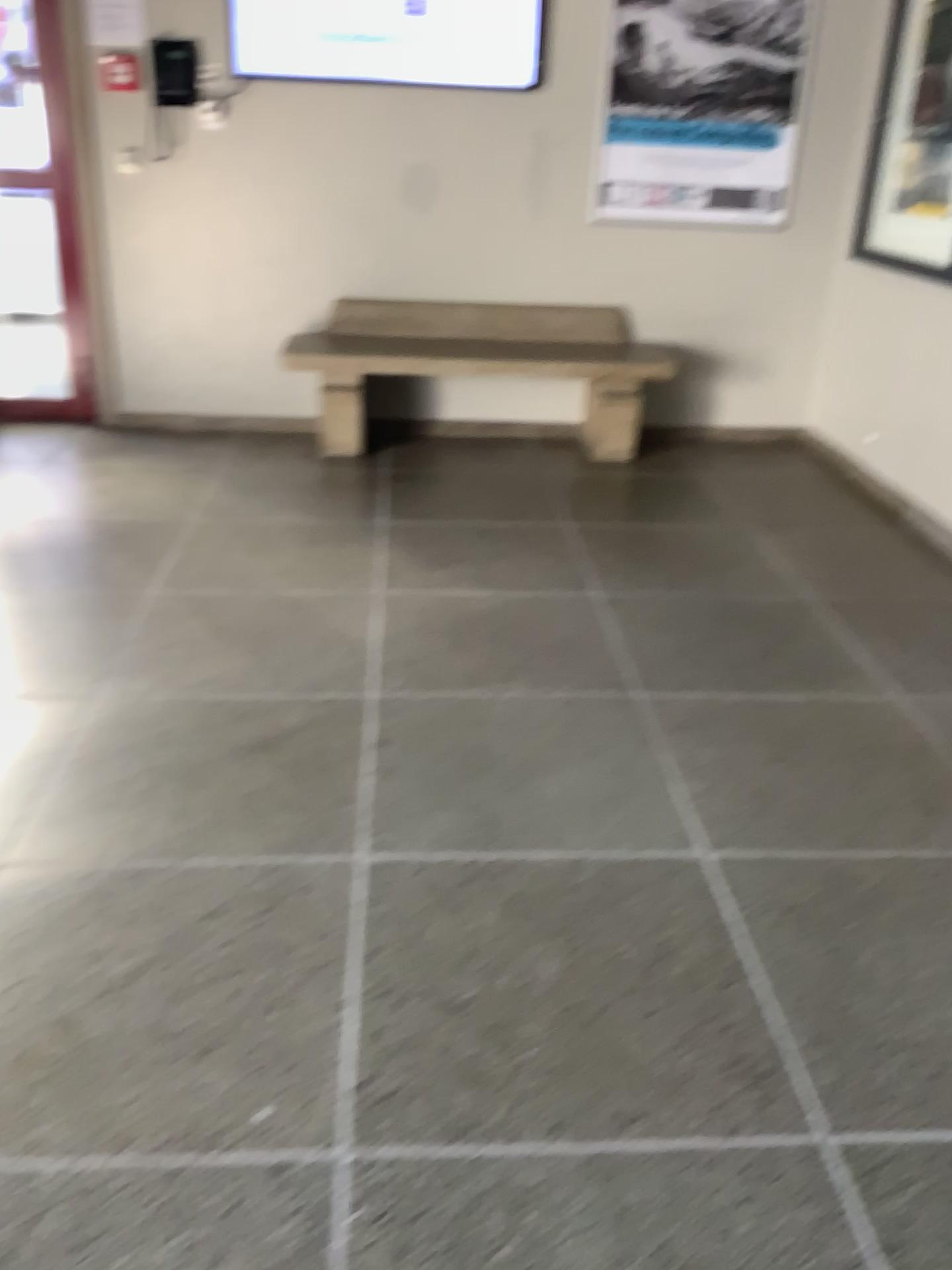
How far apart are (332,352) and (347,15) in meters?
1.3 m

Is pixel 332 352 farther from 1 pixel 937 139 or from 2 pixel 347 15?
1 pixel 937 139

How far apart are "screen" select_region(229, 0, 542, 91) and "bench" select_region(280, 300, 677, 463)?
0.9m

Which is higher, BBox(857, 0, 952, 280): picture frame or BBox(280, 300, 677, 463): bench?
BBox(857, 0, 952, 280): picture frame

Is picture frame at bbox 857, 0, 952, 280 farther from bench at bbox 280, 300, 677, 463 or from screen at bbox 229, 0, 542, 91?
screen at bbox 229, 0, 542, 91

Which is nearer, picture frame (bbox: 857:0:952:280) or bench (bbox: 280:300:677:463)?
picture frame (bbox: 857:0:952:280)

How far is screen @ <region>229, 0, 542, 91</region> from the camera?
4.4 meters

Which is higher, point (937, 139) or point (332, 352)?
point (937, 139)

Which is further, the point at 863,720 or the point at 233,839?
the point at 863,720

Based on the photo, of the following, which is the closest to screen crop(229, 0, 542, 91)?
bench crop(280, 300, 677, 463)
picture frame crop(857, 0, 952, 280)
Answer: bench crop(280, 300, 677, 463)
